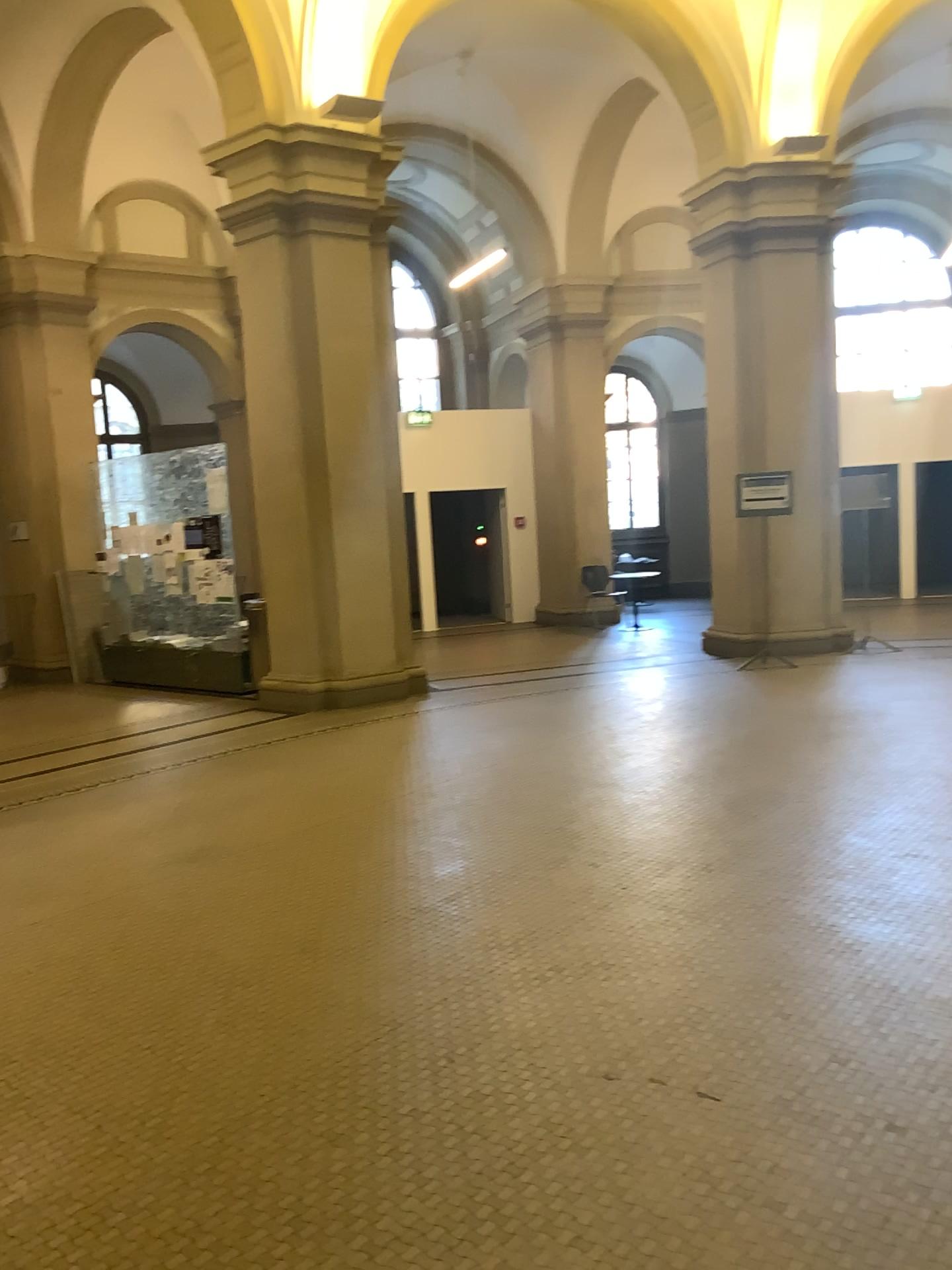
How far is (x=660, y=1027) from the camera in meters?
3.1 m
